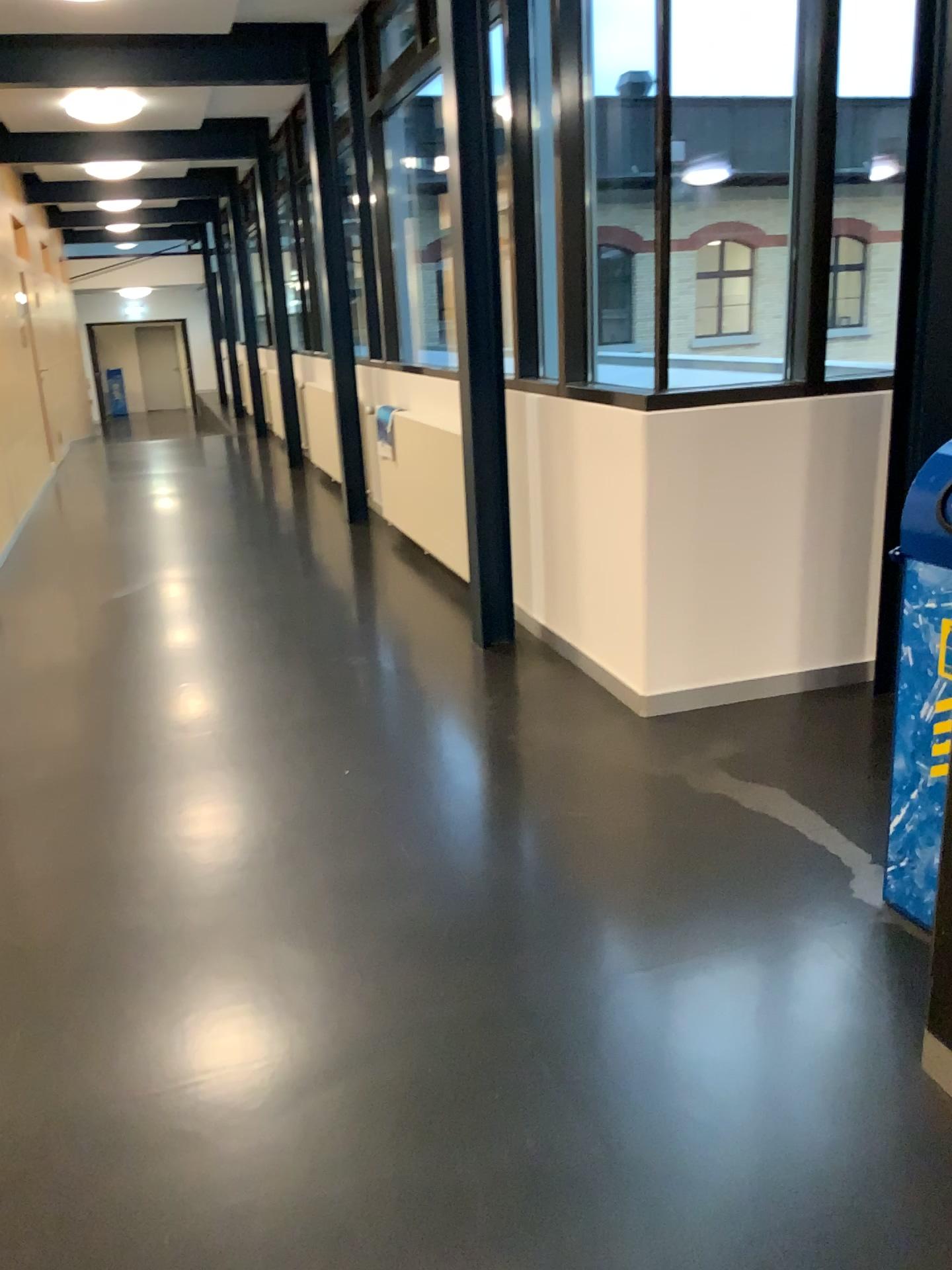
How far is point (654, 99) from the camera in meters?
3.3 m
